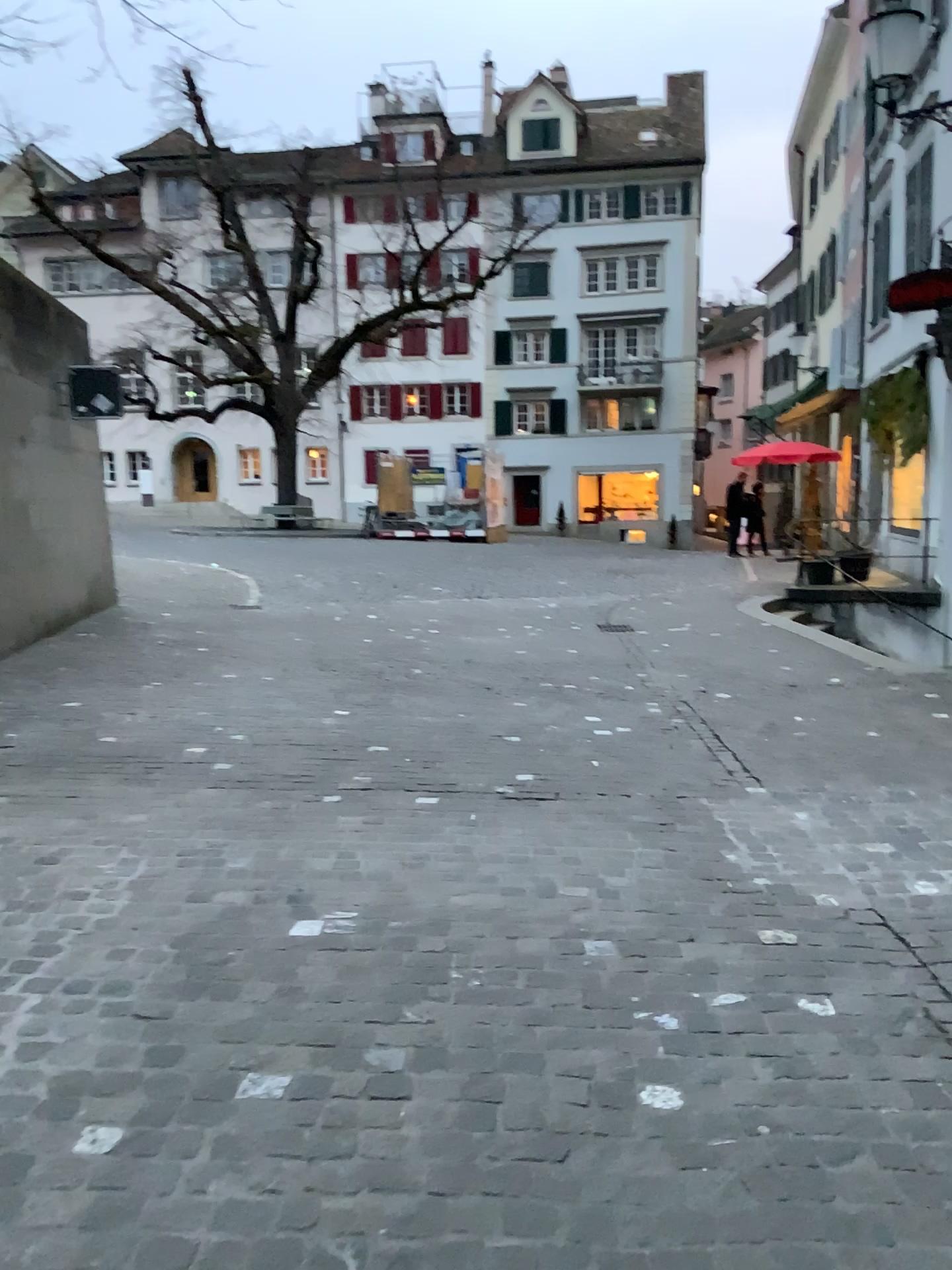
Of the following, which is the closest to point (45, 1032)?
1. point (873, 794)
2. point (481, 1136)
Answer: point (481, 1136)
